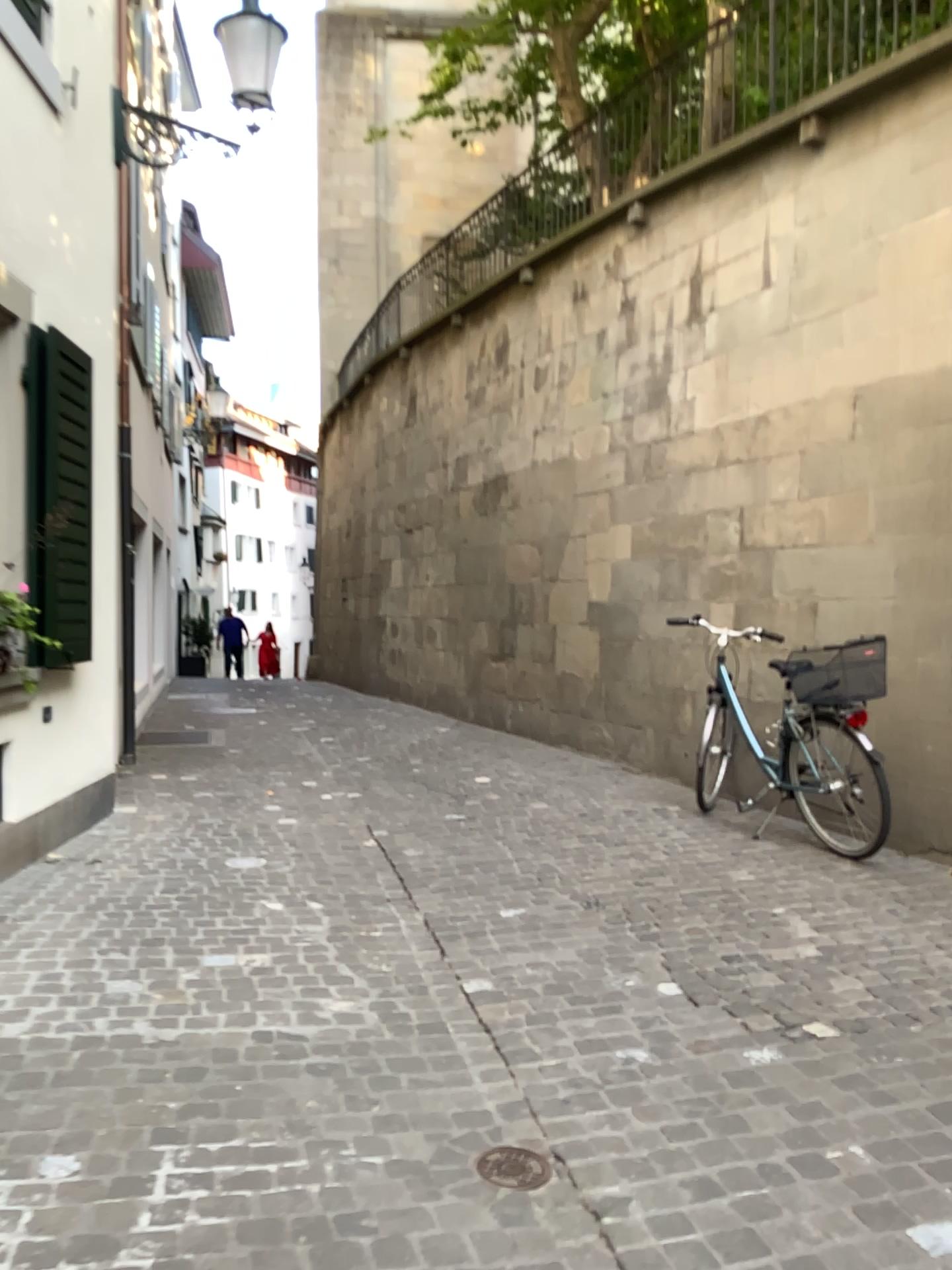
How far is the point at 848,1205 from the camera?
2.21m

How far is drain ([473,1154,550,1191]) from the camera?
2.3 meters

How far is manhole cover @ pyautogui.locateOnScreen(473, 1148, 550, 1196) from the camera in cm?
231

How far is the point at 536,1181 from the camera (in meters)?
2.31

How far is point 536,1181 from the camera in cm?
231
